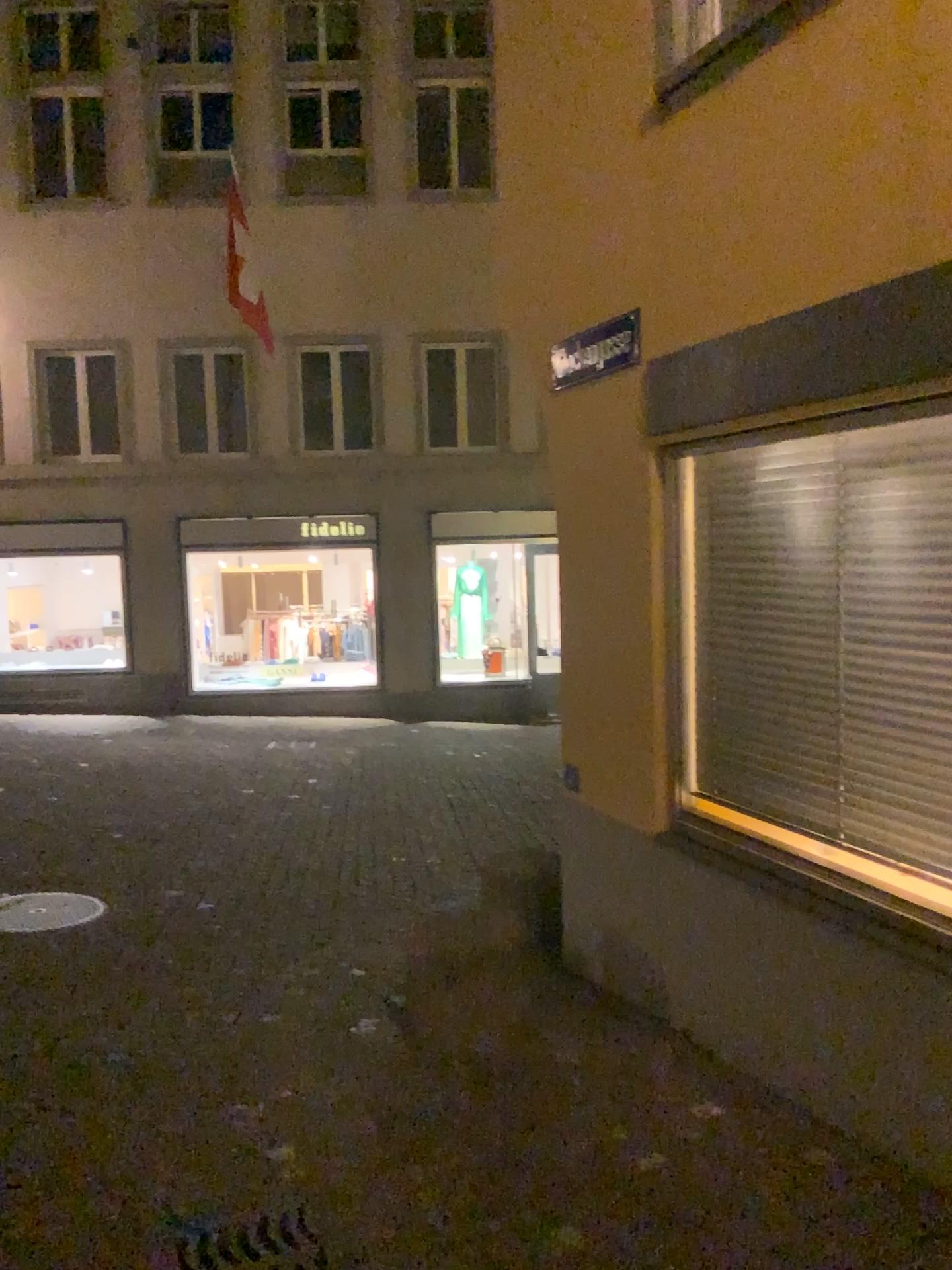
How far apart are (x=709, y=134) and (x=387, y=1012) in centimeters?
358cm
